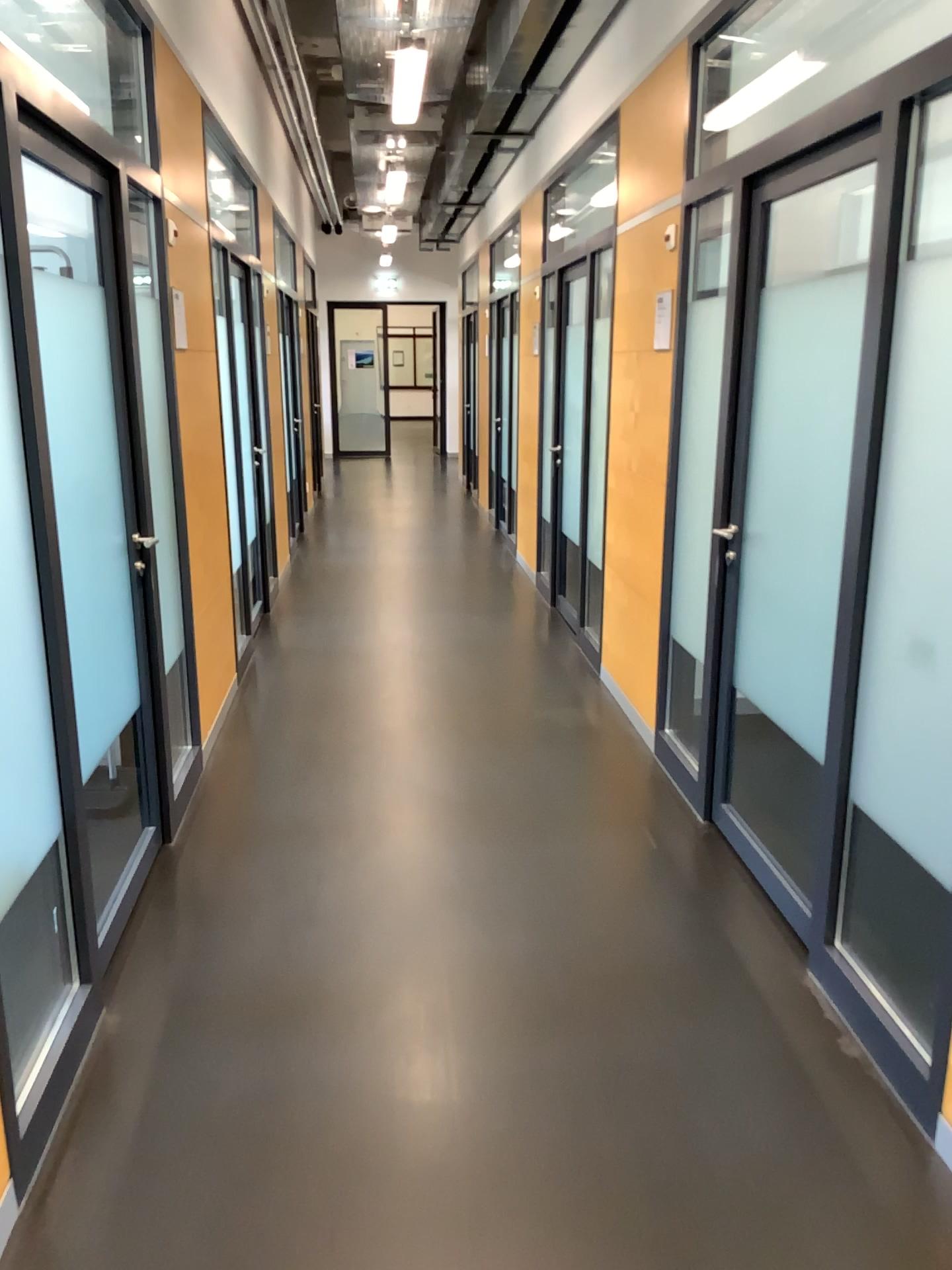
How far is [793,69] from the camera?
3.9 meters

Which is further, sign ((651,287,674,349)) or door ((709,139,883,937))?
sign ((651,287,674,349))

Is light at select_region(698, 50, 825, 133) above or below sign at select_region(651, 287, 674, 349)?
above

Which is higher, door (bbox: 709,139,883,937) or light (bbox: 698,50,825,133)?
light (bbox: 698,50,825,133)

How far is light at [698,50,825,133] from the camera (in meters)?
3.94

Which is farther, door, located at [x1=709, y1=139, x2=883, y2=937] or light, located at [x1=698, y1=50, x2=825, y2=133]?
light, located at [x1=698, y1=50, x2=825, y2=133]

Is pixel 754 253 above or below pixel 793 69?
below

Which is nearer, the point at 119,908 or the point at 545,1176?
the point at 545,1176

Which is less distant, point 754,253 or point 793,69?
point 754,253
